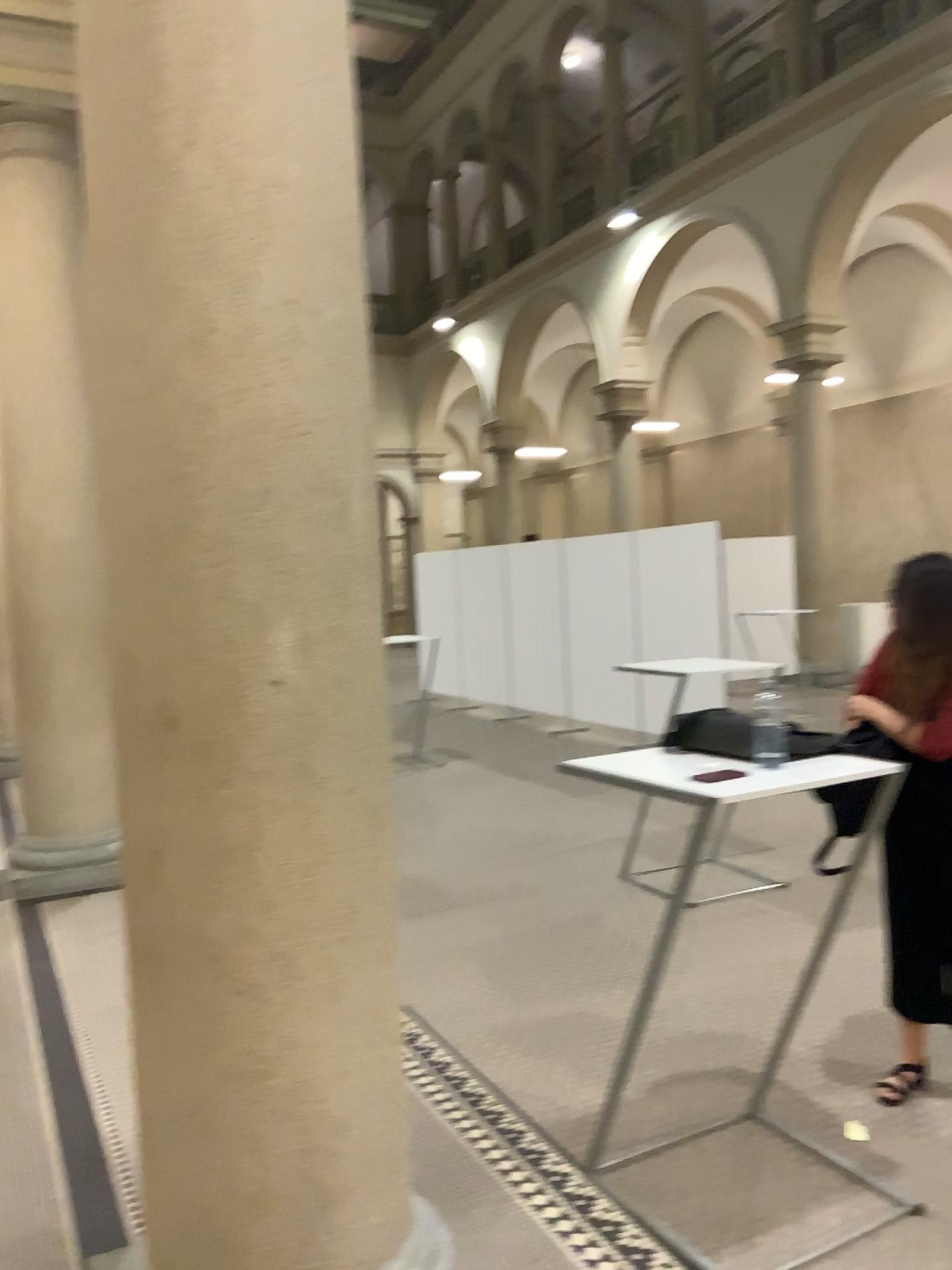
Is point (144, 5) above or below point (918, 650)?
above

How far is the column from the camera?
1.85m

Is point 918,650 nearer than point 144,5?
No

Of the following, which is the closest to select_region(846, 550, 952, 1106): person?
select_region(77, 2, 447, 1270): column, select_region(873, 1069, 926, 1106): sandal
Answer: select_region(873, 1069, 926, 1106): sandal

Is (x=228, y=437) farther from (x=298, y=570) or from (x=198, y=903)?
(x=198, y=903)

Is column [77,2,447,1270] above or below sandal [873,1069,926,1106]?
above

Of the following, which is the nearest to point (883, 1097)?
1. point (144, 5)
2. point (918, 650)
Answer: point (918, 650)

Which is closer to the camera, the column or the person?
the column

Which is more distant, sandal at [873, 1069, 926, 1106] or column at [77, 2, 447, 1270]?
sandal at [873, 1069, 926, 1106]

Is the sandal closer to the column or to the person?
the person
